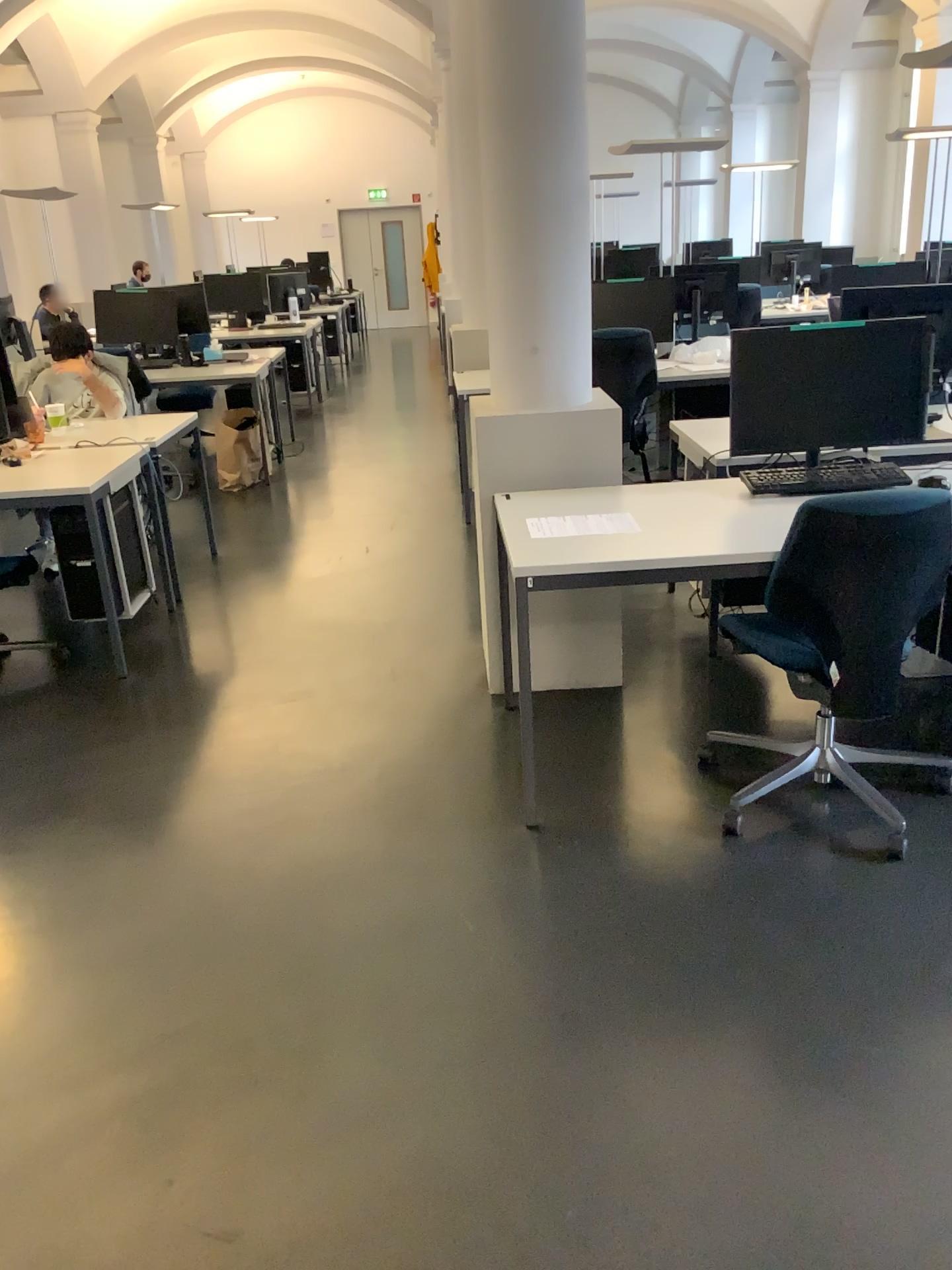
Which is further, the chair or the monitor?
the monitor

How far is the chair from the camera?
2.4m

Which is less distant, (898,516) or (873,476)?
(898,516)

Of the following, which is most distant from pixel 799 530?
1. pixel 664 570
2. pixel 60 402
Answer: pixel 60 402

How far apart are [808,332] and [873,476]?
0.46m

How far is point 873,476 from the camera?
3.1m

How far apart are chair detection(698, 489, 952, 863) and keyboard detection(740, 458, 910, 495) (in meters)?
0.30

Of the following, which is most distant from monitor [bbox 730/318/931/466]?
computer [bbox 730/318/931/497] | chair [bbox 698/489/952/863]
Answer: chair [bbox 698/489/952/863]

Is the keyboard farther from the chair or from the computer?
the chair

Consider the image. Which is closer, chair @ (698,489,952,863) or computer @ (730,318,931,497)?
chair @ (698,489,952,863)
